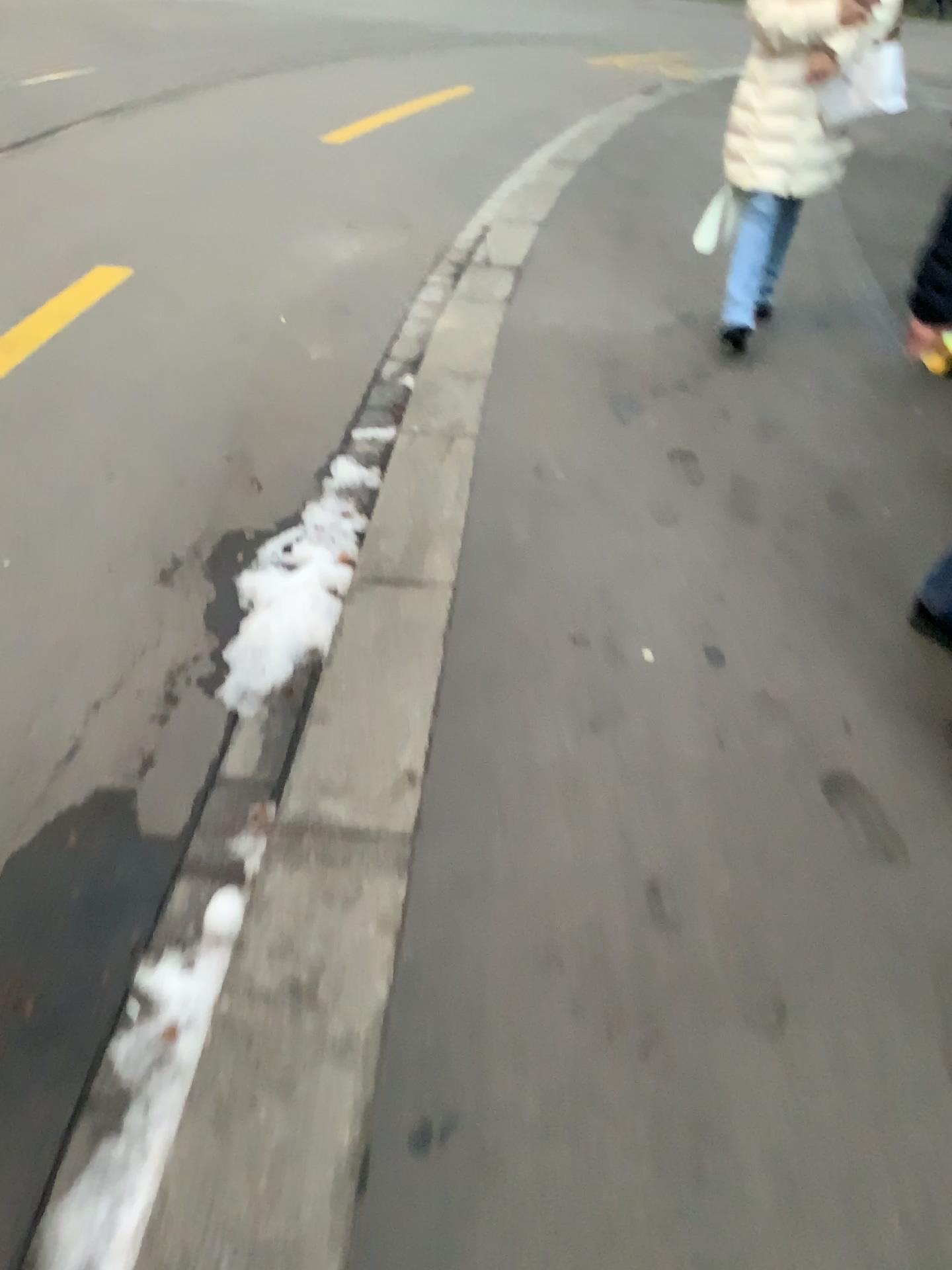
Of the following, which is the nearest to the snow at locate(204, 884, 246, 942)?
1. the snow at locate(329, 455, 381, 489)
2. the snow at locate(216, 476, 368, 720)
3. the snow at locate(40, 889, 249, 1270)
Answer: the snow at locate(40, 889, 249, 1270)

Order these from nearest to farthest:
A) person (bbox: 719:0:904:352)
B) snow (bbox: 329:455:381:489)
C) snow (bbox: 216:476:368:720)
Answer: snow (bbox: 216:476:368:720), snow (bbox: 329:455:381:489), person (bbox: 719:0:904:352)

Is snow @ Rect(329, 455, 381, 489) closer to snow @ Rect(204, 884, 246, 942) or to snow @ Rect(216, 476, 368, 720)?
snow @ Rect(216, 476, 368, 720)

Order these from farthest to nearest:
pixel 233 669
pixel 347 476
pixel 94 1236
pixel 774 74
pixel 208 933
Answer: pixel 774 74
pixel 347 476
pixel 233 669
pixel 208 933
pixel 94 1236

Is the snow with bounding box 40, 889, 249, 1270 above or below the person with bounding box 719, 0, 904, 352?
below

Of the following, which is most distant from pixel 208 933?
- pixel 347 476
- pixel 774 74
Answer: pixel 774 74

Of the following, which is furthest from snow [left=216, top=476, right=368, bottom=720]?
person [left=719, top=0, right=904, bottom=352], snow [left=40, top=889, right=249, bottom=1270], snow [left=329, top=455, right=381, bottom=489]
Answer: person [left=719, top=0, right=904, bottom=352]

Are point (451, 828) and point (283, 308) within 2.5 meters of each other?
no

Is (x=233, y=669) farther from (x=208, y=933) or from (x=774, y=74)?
(x=774, y=74)

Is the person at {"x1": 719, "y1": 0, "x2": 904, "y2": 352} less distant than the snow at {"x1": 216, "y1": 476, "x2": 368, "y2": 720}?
No
